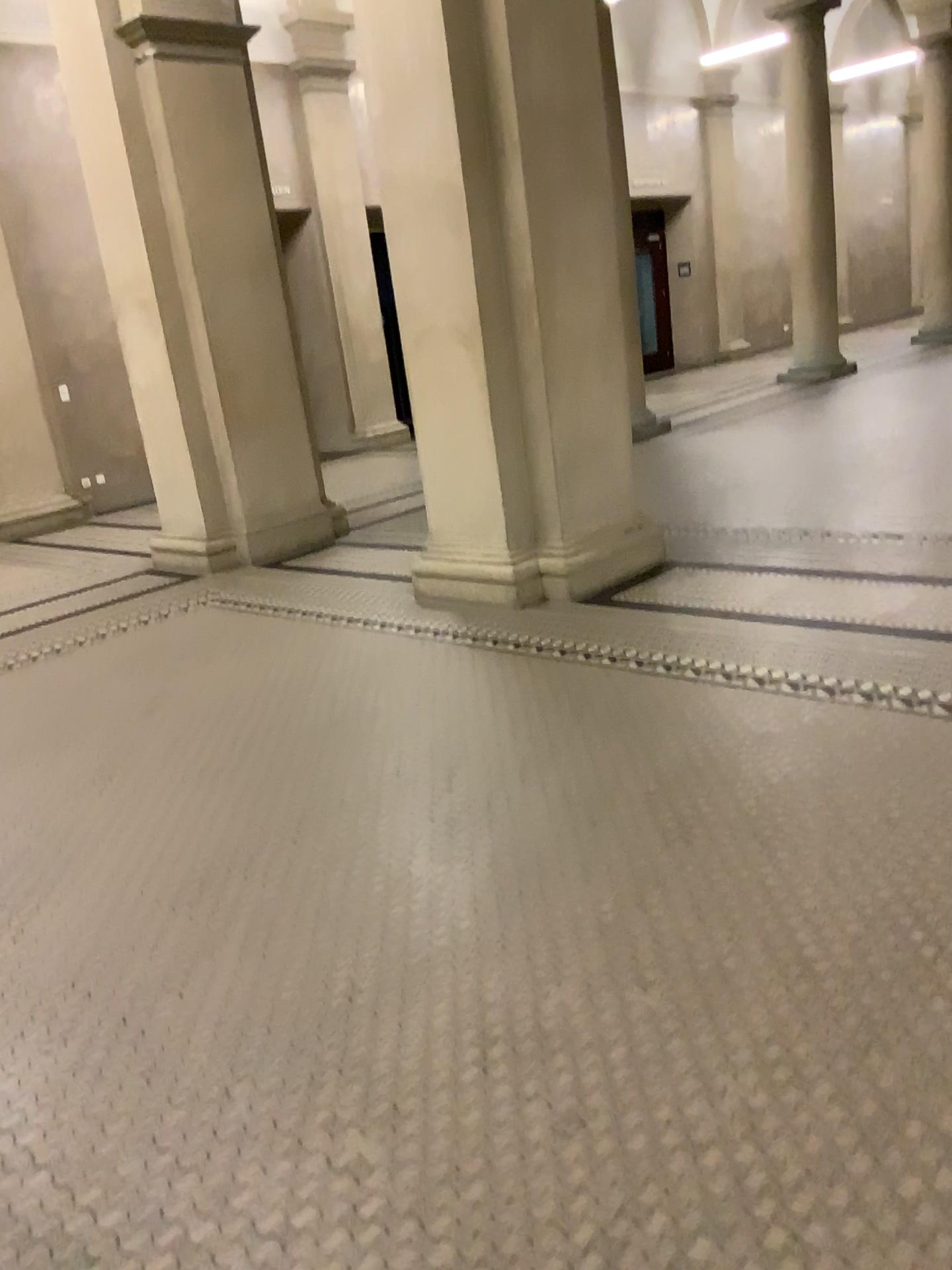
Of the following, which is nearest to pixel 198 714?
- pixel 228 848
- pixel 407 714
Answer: pixel 407 714
